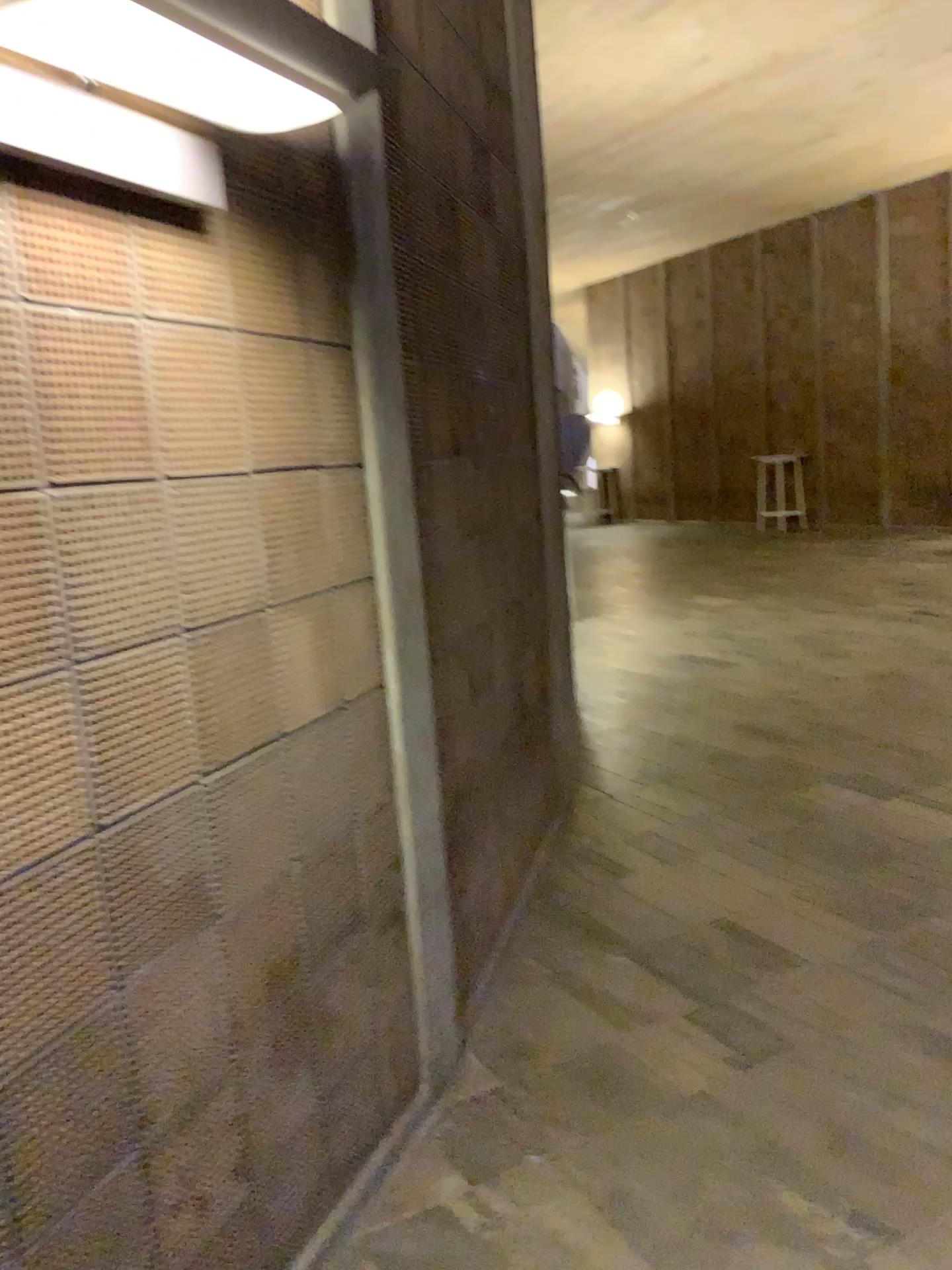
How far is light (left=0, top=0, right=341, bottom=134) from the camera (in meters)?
1.32

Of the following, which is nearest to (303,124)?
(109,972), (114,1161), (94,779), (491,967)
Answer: (94,779)

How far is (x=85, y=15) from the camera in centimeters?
132cm
